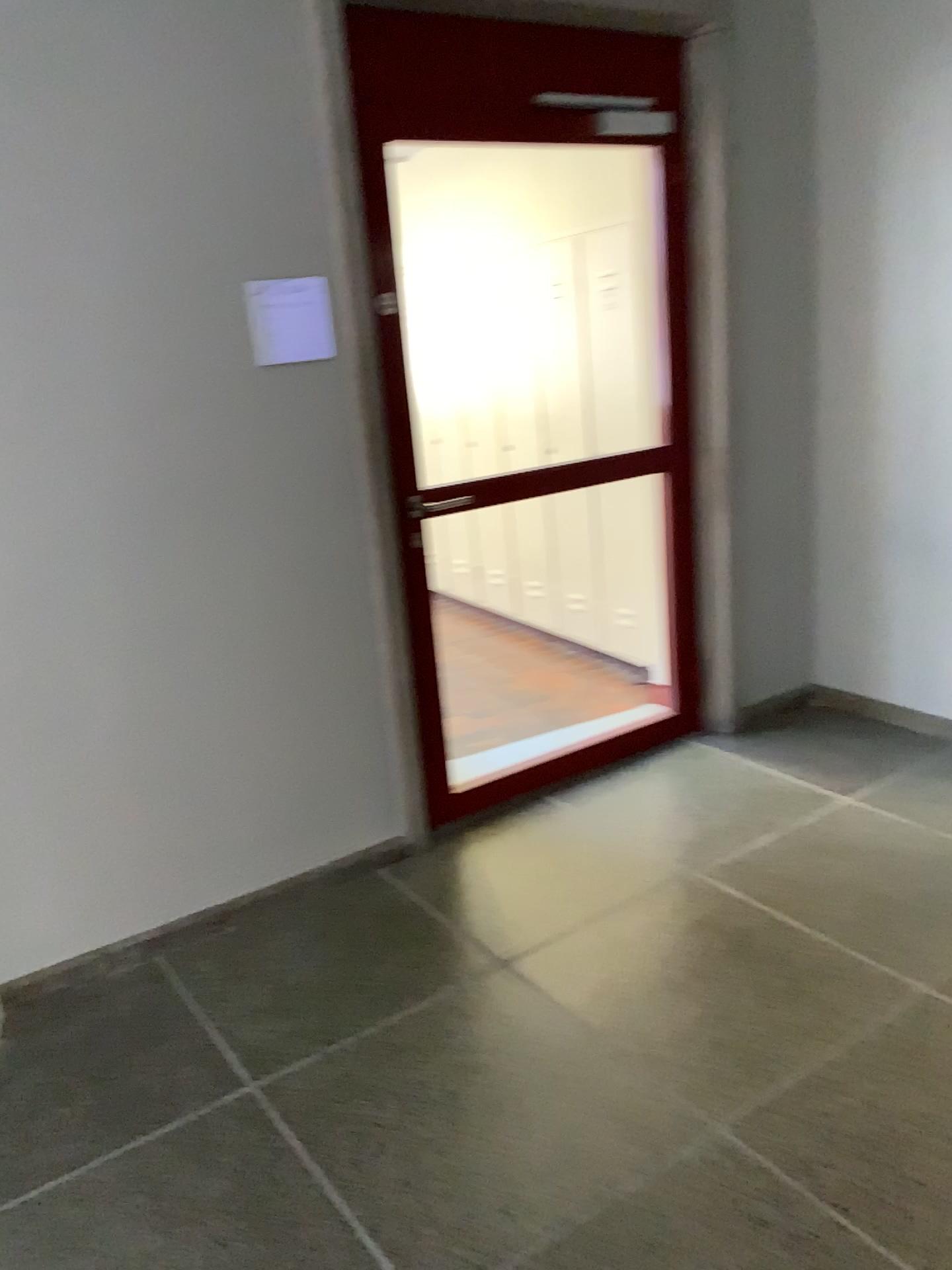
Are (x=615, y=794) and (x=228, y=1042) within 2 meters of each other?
yes
